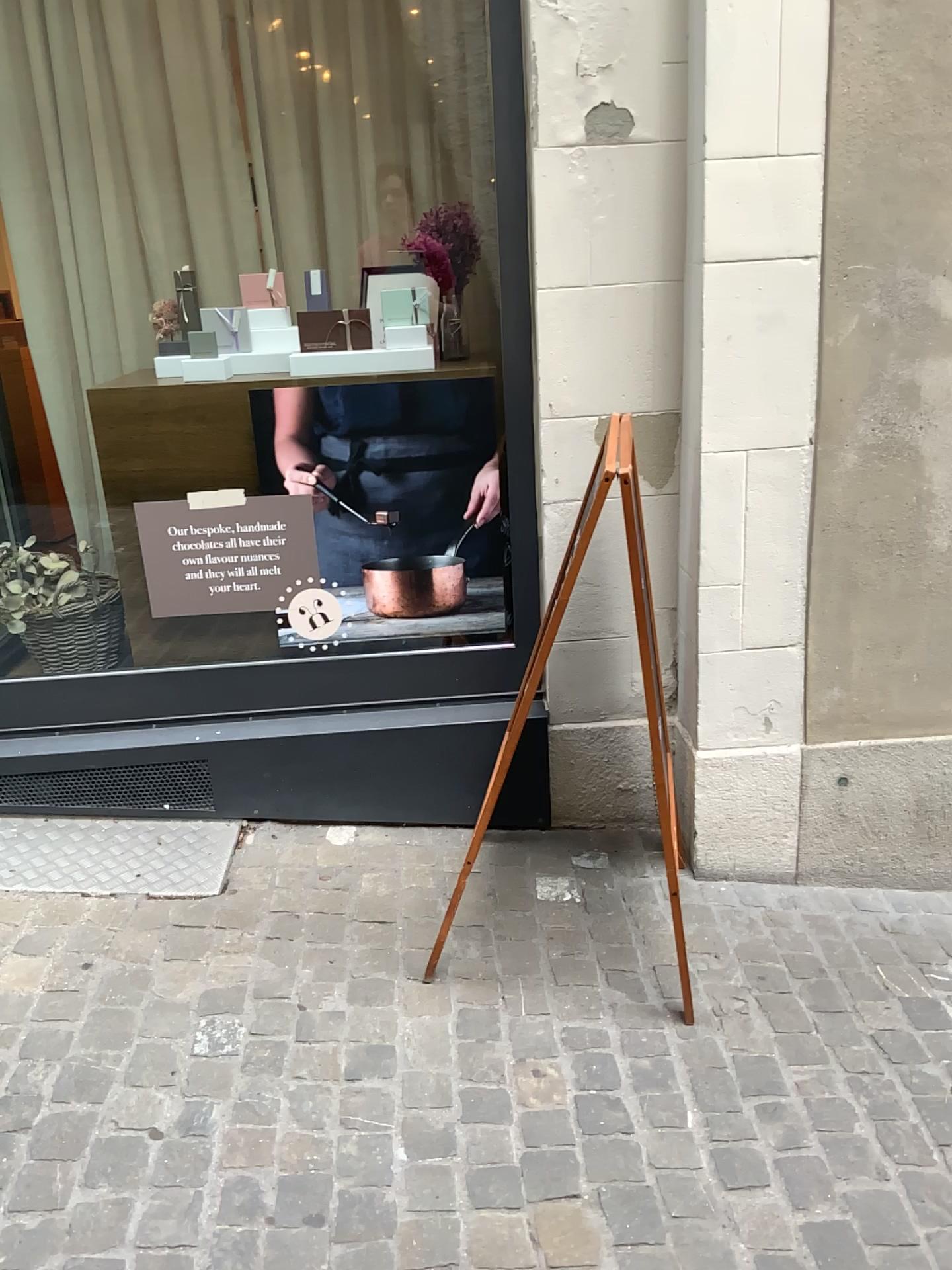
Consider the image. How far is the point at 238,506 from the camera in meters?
2.6 m

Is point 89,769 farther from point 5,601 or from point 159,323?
point 159,323

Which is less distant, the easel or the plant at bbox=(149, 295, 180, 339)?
the easel

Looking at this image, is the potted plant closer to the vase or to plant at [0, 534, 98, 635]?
plant at [0, 534, 98, 635]

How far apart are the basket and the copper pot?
0.8 meters

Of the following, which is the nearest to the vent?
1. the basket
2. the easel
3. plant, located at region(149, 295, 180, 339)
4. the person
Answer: the basket

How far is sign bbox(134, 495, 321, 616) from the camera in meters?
2.6 m

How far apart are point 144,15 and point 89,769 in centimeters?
201cm

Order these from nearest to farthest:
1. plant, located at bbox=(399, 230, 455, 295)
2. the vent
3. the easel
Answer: the easel
plant, located at bbox=(399, 230, 455, 295)
the vent

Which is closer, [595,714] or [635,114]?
[635,114]
